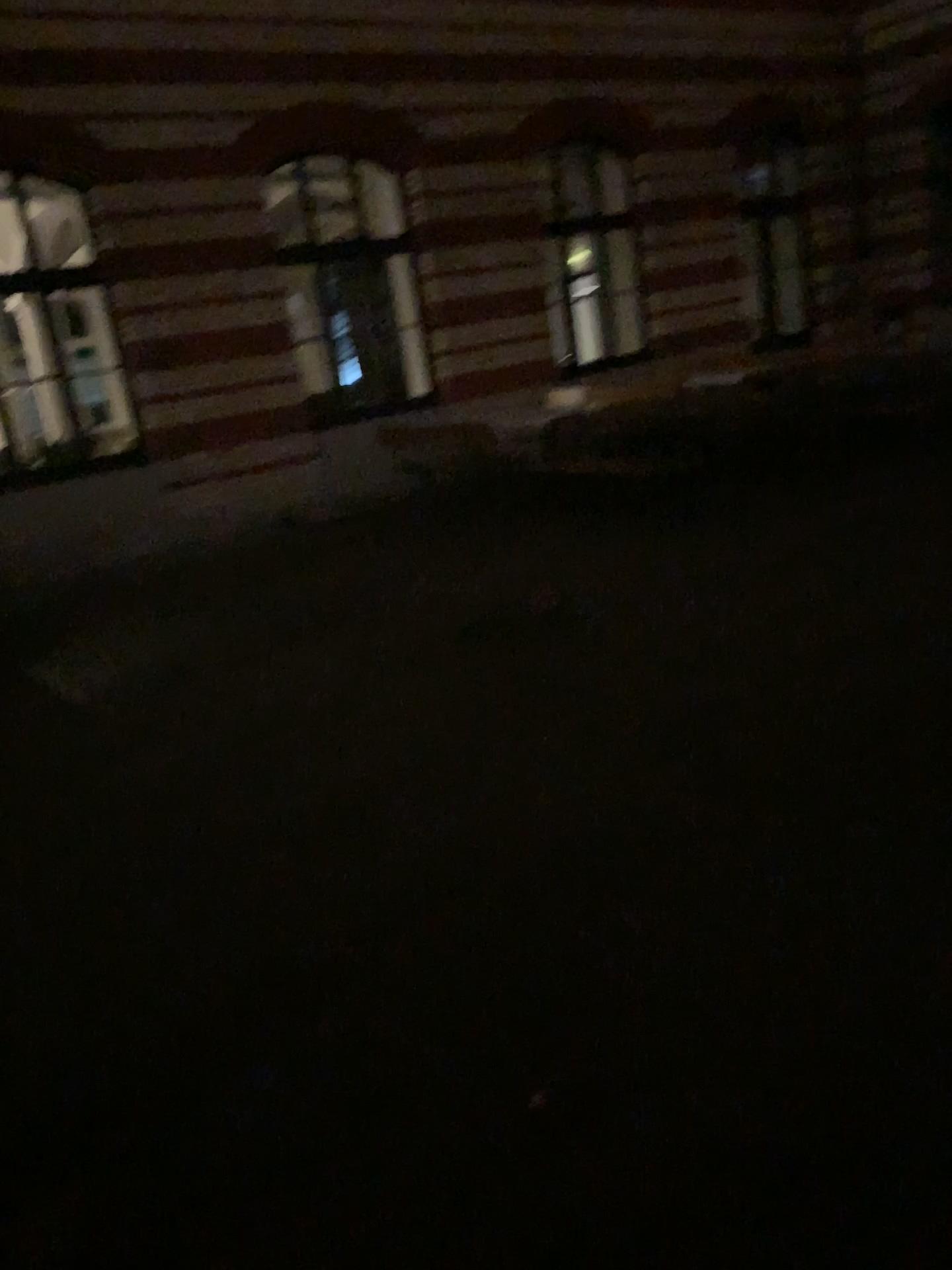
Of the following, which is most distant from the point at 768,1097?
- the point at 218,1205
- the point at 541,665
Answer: the point at 541,665
